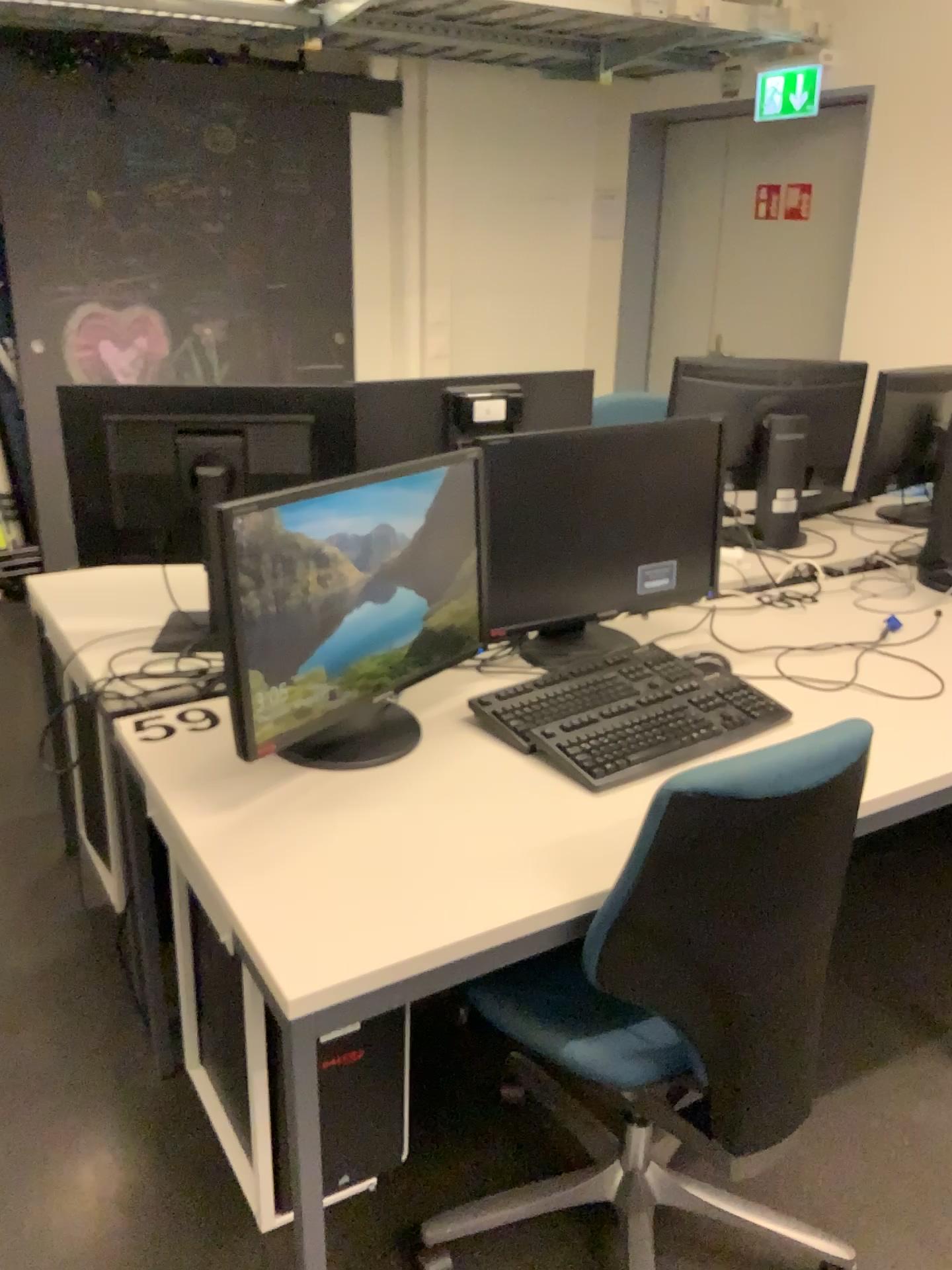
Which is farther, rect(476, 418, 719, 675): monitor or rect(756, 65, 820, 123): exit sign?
rect(756, 65, 820, 123): exit sign

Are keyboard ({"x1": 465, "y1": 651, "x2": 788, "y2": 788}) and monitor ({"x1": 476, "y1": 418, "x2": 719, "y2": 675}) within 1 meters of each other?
yes

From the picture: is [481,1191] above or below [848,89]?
below

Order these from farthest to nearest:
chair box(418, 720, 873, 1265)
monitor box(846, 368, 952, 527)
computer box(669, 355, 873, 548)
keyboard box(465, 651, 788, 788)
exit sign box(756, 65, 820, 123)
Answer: exit sign box(756, 65, 820, 123), monitor box(846, 368, 952, 527), computer box(669, 355, 873, 548), keyboard box(465, 651, 788, 788), chair box(418, 720, 873, 1265)

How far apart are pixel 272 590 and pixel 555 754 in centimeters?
50cm

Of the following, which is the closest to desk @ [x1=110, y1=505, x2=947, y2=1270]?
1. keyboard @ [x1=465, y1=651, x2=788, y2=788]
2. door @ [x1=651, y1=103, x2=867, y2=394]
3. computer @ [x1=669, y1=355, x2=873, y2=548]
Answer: keyboard @ [x1=465, y1=651, x2=788, y2=788]

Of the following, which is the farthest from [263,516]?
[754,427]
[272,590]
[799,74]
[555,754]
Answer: [799,74]

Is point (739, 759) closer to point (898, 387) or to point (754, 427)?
→ point (754, 427)

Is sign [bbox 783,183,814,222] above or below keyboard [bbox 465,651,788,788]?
above

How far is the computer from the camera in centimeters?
269cm
